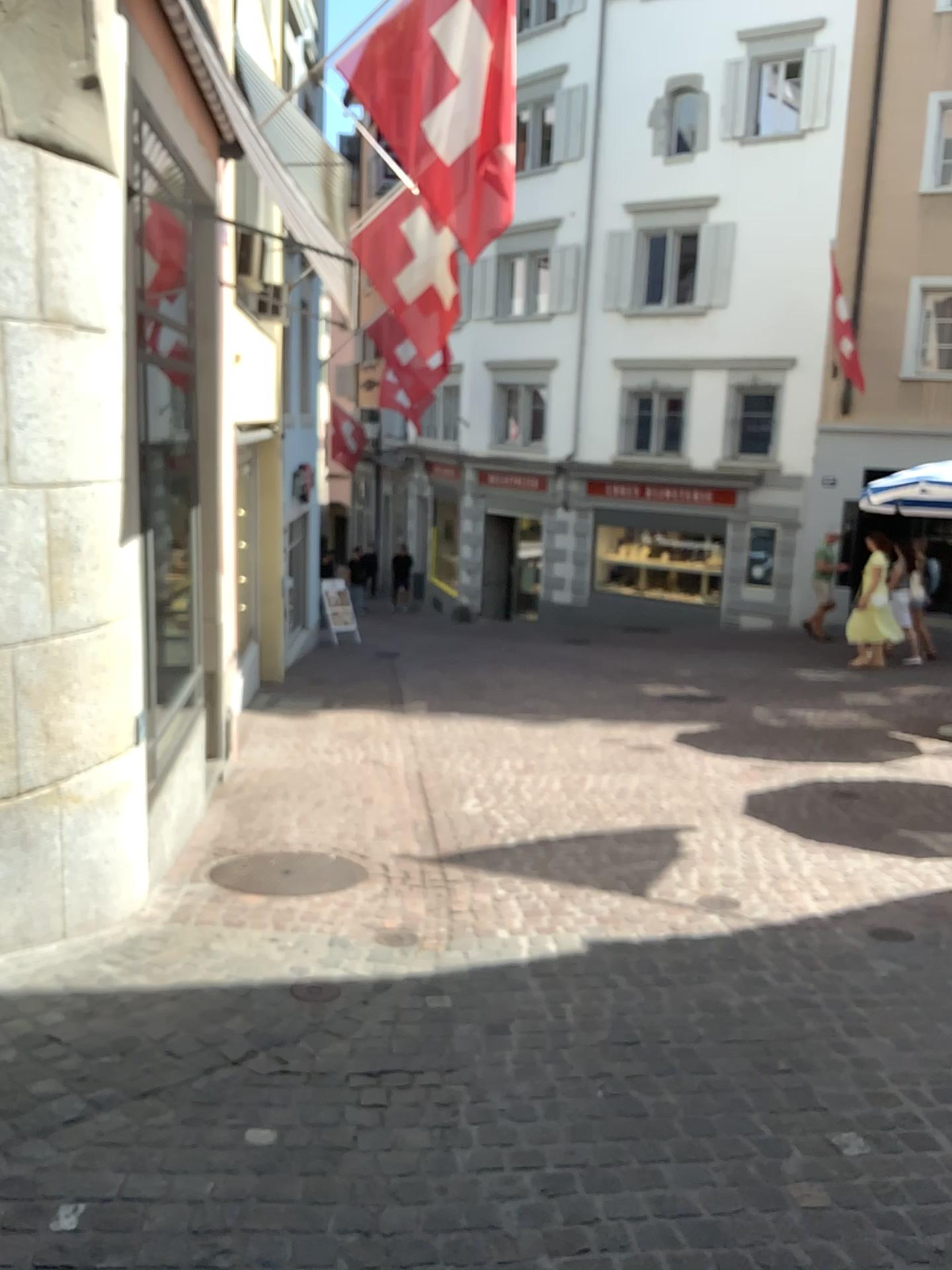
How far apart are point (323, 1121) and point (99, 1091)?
0.6m
